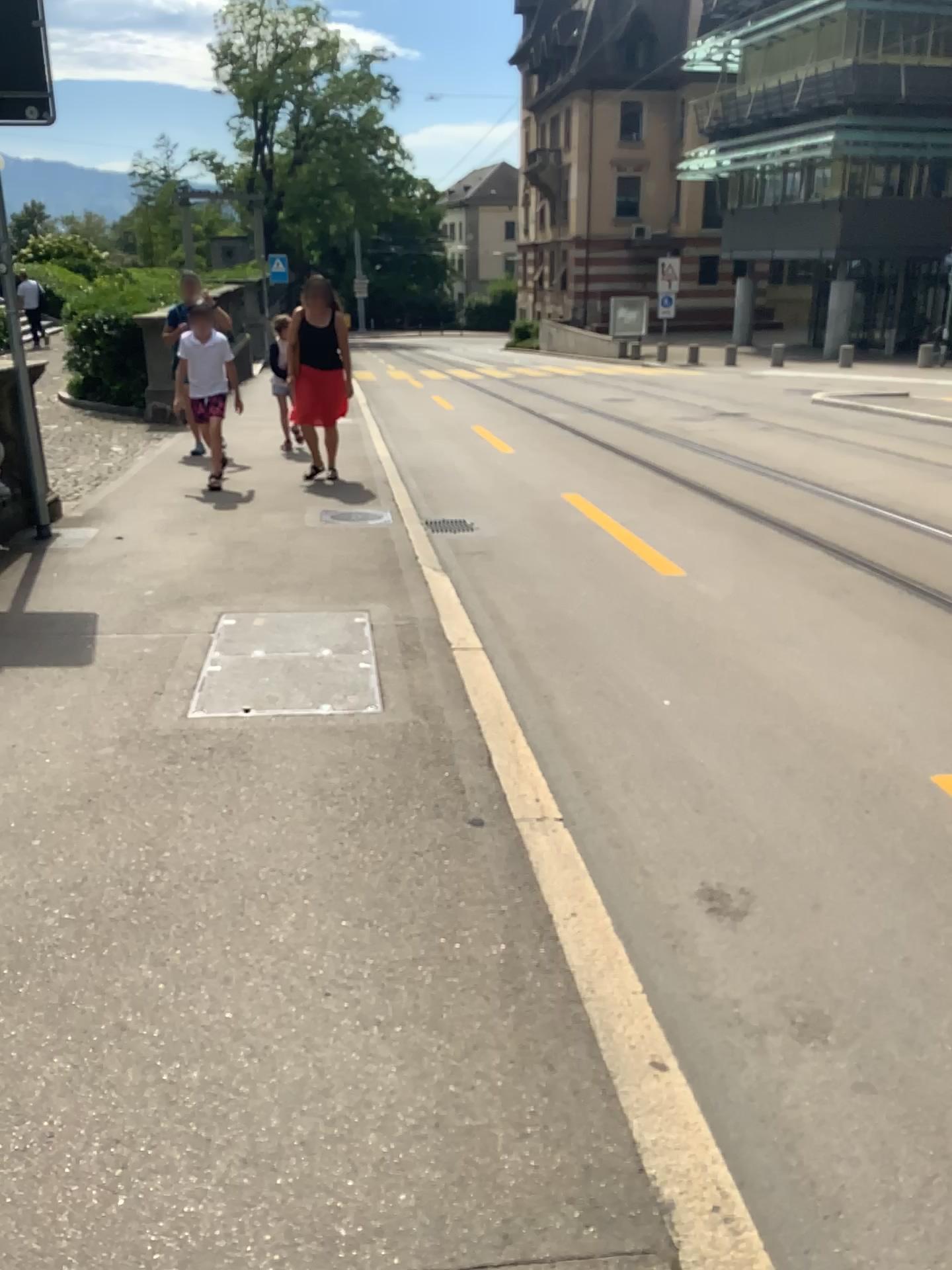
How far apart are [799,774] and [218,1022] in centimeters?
224cm
